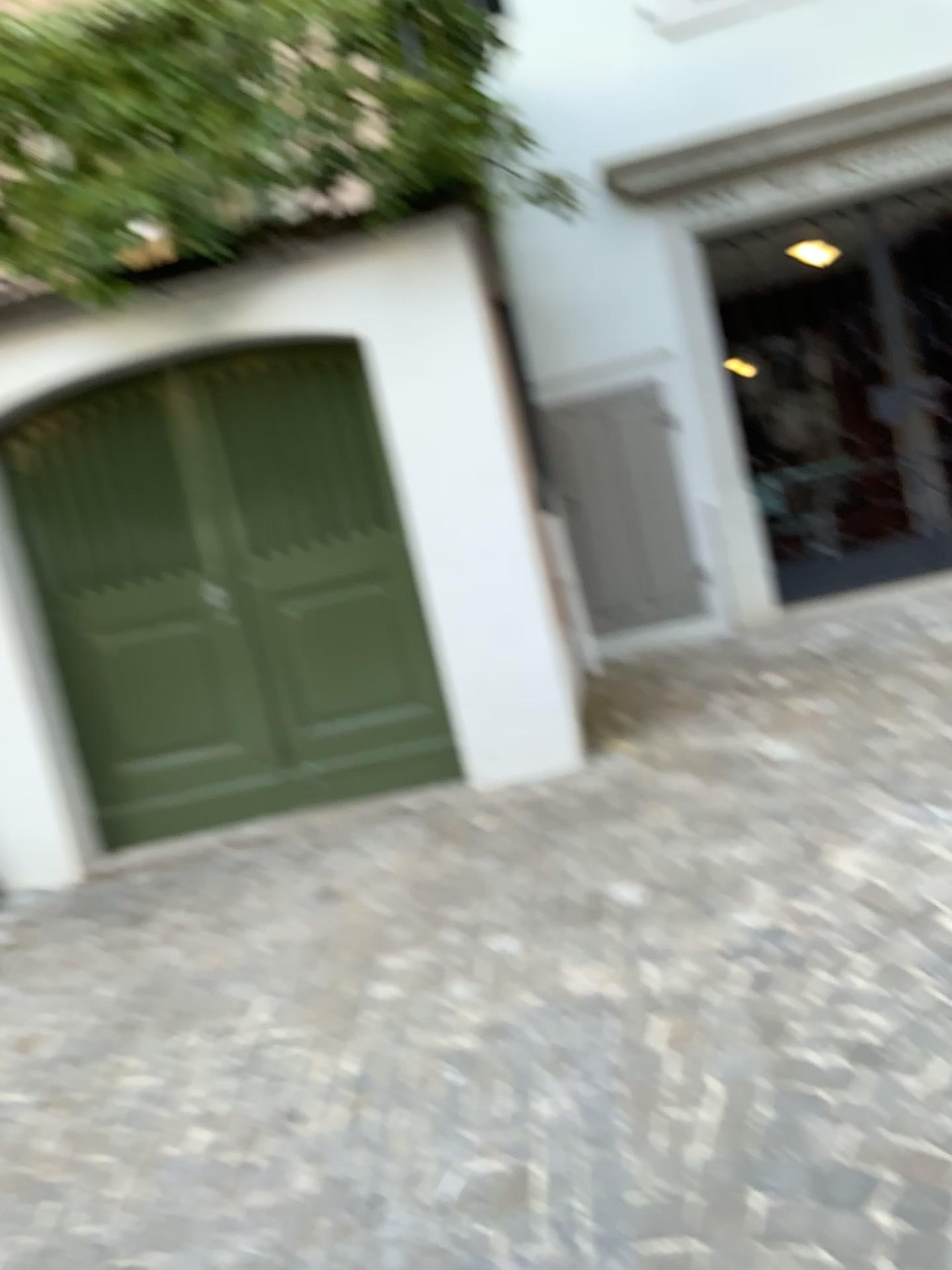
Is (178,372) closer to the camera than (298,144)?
No

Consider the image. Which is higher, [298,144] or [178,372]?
[298,144]

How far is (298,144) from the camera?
3.68m

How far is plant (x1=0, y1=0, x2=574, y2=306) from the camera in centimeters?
368cm

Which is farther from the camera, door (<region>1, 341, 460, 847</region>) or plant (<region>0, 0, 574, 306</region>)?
door (<region>1, 341, 460, 847</region>)

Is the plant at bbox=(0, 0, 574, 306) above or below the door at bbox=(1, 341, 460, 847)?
above

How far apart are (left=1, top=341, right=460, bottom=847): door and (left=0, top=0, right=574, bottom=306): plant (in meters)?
0.43

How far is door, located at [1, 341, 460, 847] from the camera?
4.24m

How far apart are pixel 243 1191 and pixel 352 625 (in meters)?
2.47
